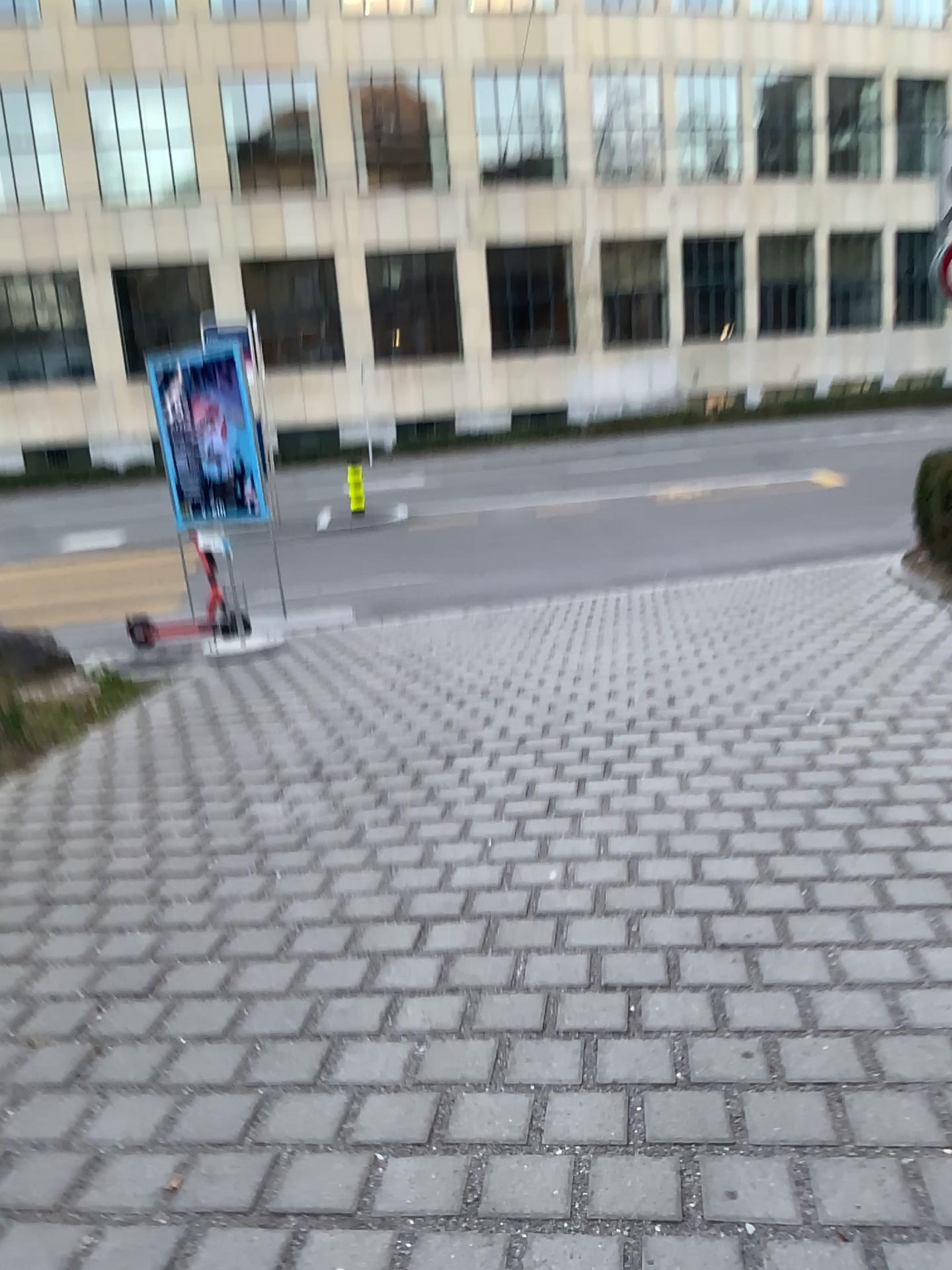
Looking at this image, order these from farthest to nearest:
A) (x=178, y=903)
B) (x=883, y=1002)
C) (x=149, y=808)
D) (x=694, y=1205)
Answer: (x=149, y=808) < (x=178, y=903) < (x=883, y=1002) < (x=694, y=1205)
